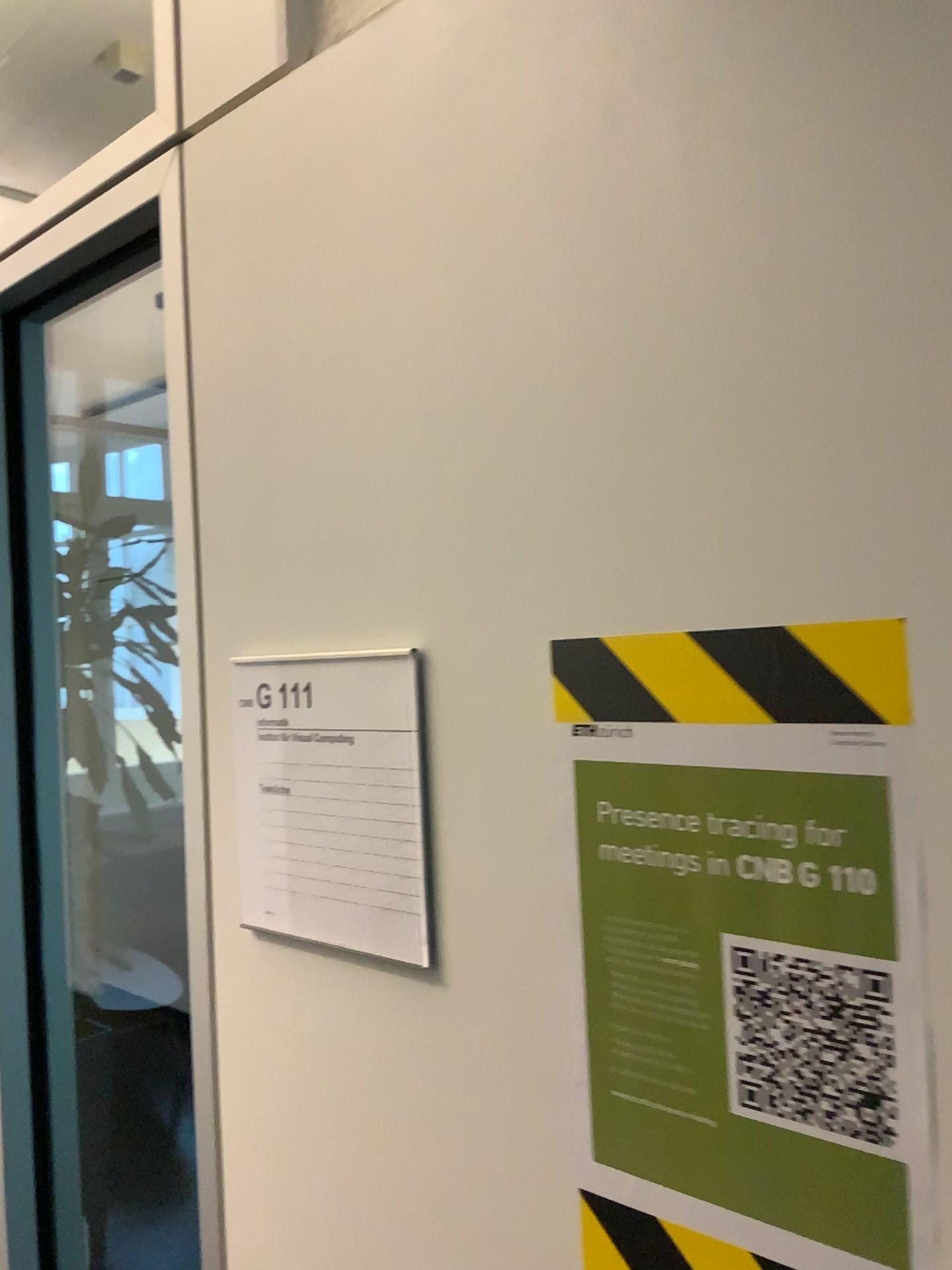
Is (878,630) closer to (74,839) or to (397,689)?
(397,689)

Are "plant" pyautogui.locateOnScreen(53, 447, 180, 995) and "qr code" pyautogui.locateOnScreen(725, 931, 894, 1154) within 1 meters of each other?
no

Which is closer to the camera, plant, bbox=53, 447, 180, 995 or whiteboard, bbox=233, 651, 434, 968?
whiteboard, bbox=233, 651, 434, 968

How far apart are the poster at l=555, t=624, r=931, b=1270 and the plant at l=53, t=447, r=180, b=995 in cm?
236

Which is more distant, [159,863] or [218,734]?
[159,863]

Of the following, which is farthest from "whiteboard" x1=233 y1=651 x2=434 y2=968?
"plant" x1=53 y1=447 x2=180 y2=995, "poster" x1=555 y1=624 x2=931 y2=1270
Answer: "plant" x1=53 y1=447 x2=180 y2=995

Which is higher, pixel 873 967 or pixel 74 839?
pixel 873 967

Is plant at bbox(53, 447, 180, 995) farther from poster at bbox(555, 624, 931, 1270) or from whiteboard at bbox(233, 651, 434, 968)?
poster at bbox(555, 624, 931, 1270)

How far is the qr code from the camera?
0.5 meters

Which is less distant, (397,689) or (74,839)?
(397,689)
